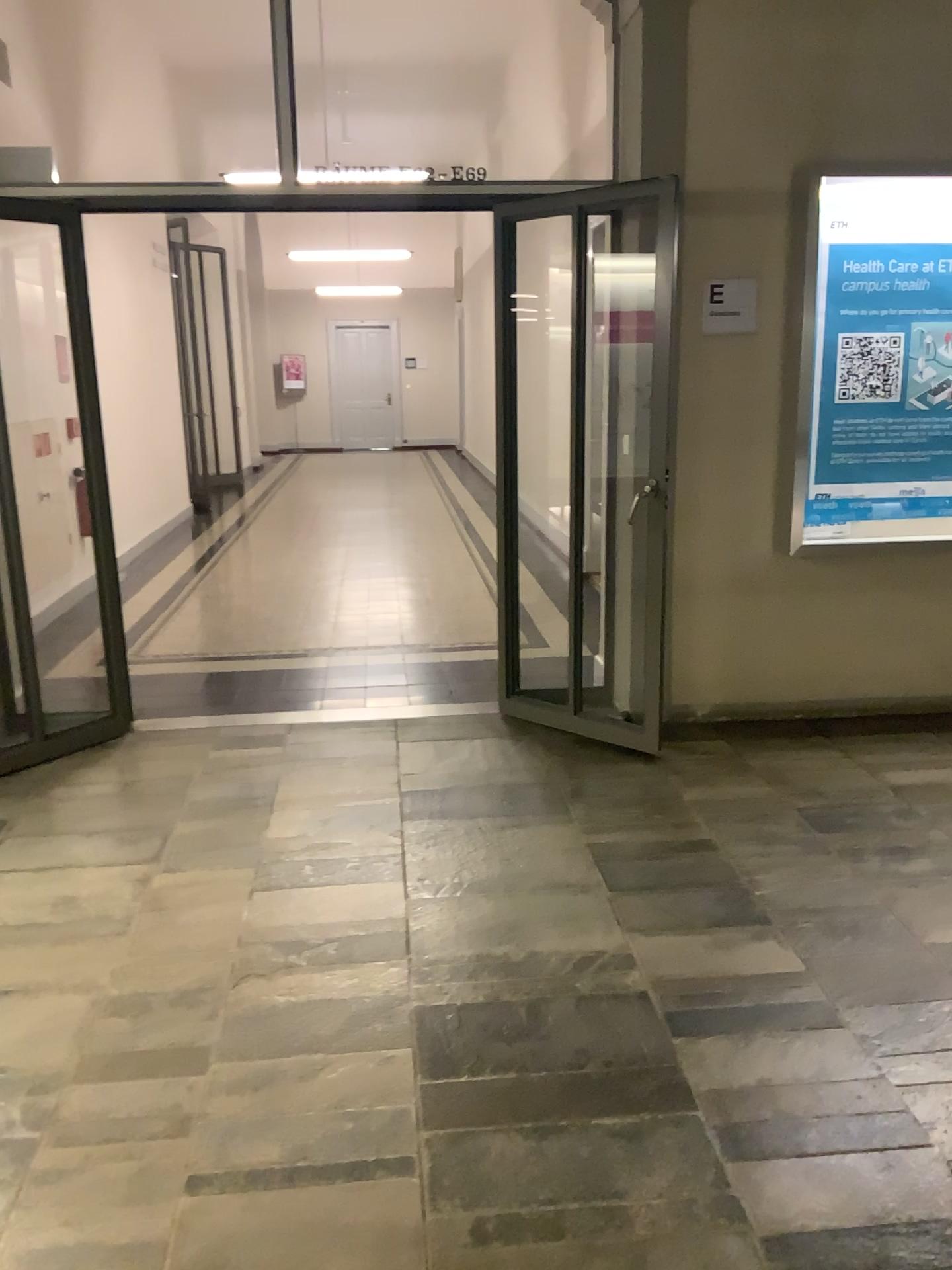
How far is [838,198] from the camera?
4.1m

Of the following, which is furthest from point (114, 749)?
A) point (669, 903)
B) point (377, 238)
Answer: point (377, 238)

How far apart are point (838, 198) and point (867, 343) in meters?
0.6

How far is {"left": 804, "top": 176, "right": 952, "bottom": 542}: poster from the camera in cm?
414

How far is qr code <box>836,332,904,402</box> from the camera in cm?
423

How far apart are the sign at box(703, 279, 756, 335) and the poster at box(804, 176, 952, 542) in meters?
0.3 m

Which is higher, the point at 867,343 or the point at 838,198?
the point at 838,198

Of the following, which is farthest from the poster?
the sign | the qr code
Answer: the sign

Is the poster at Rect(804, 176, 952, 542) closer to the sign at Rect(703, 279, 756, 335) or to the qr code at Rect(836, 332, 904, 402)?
the qr code at Rect(836, 332, 904, 402)
